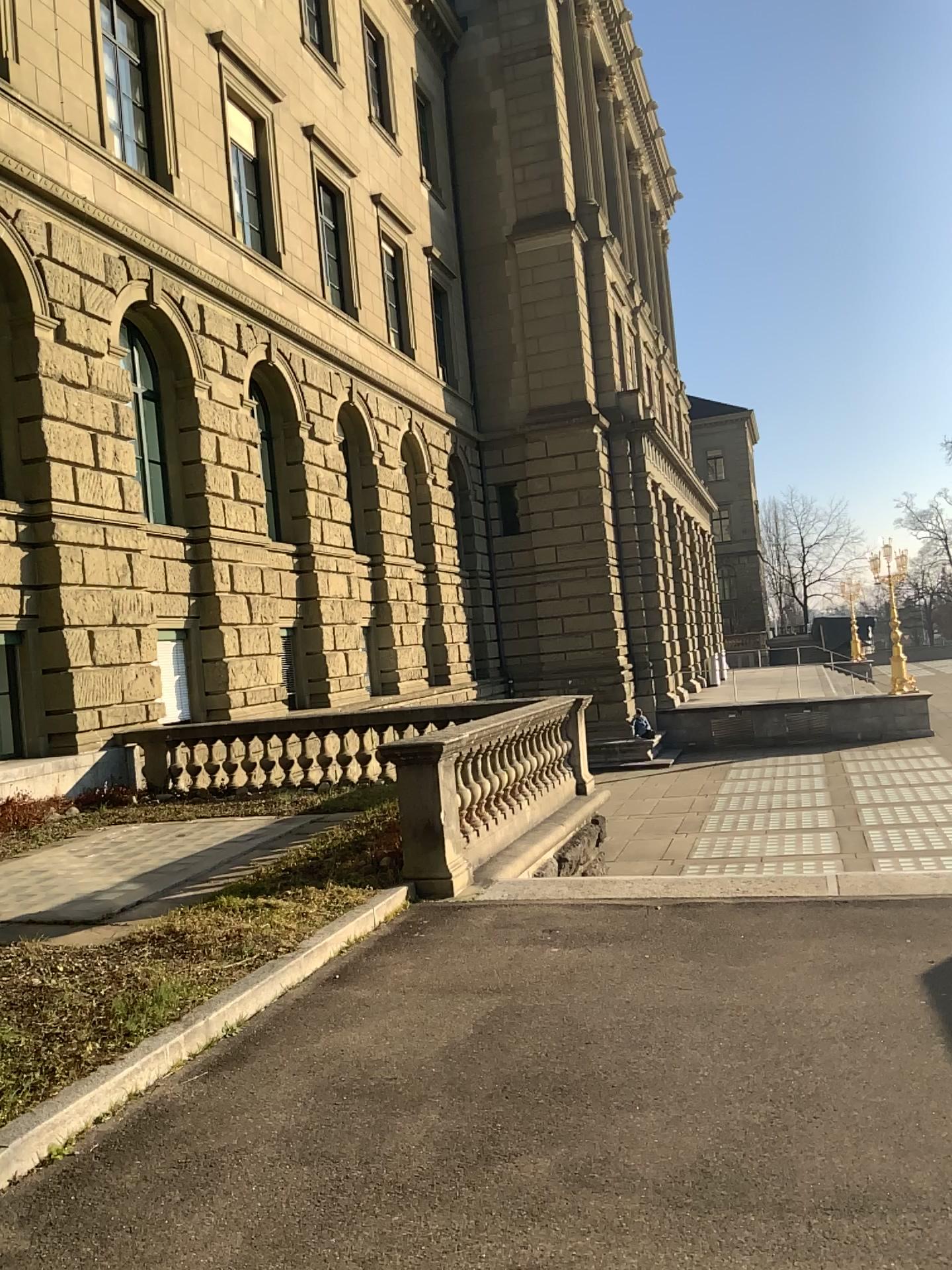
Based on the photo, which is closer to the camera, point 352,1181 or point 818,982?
point 352,1181
